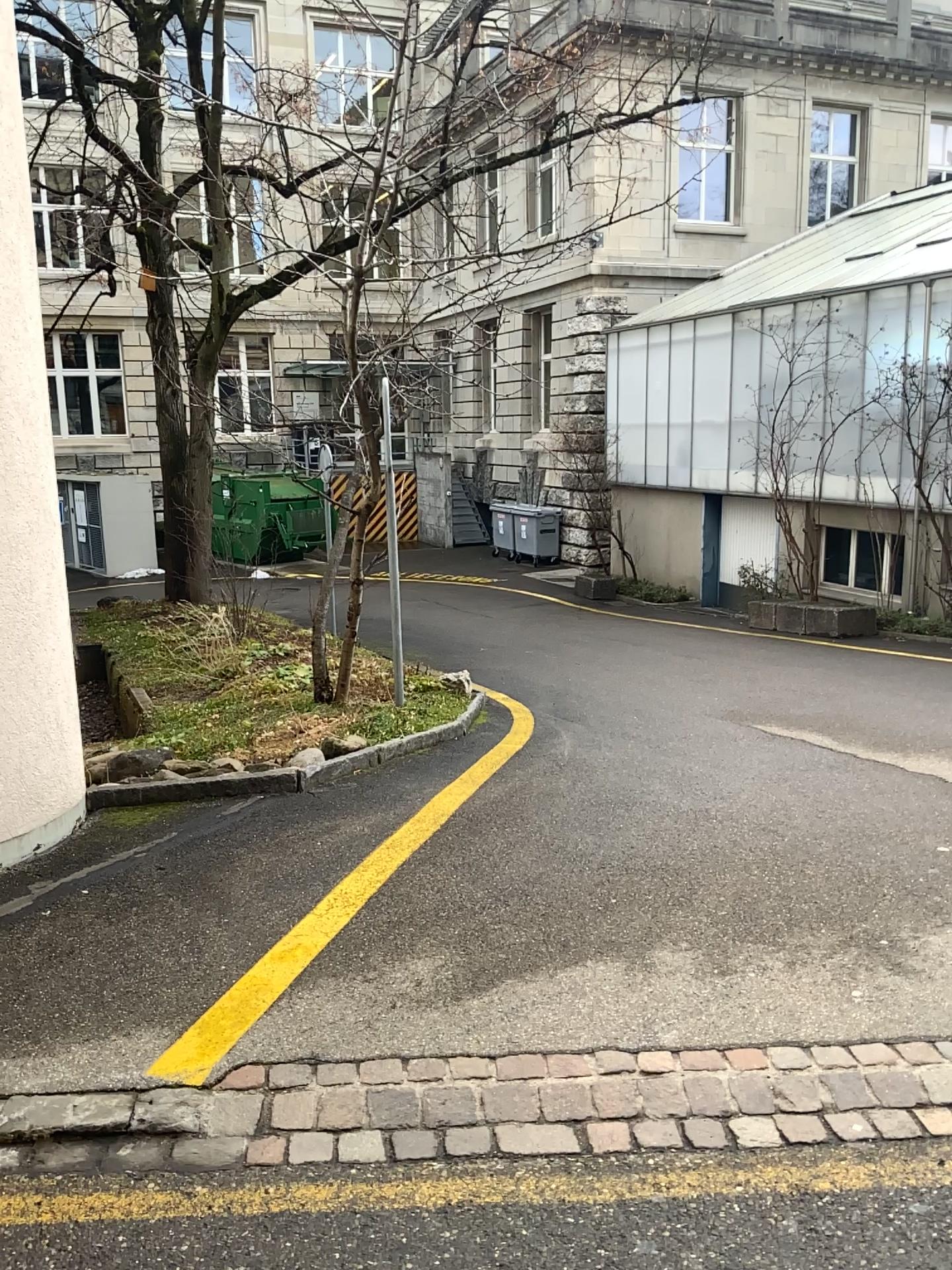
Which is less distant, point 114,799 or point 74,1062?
point 74,1062
